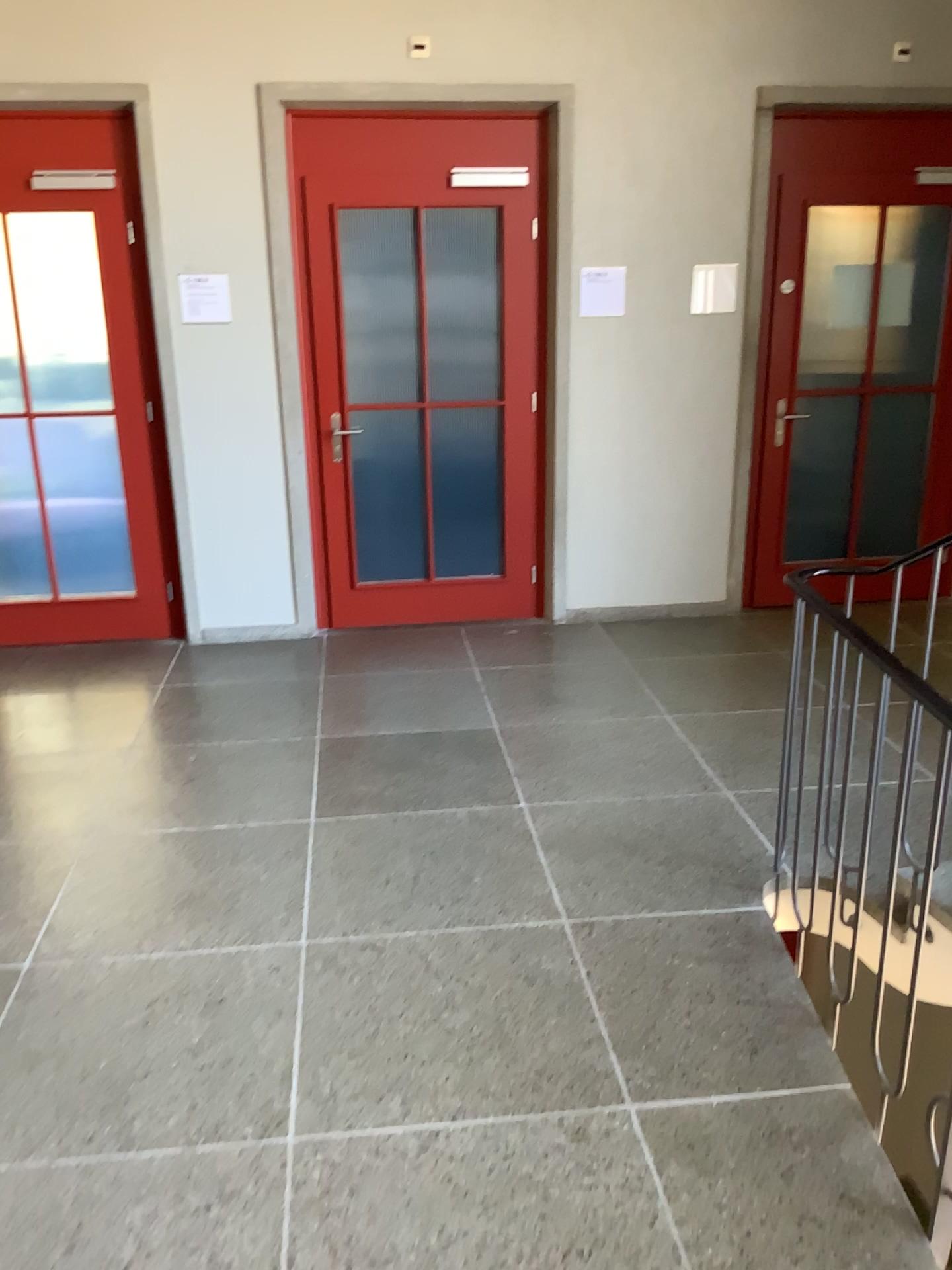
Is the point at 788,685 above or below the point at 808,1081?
above
